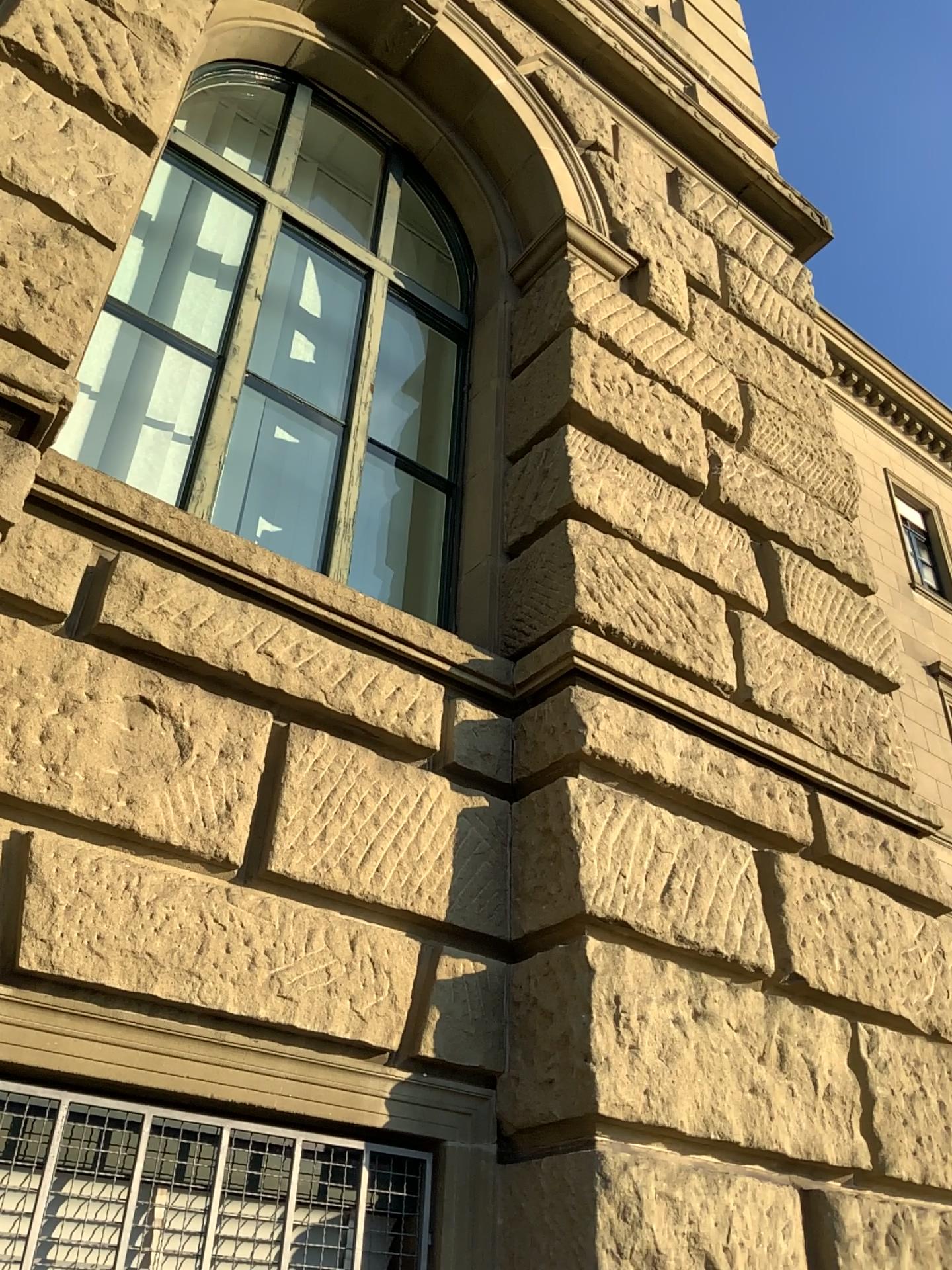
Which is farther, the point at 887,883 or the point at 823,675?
the point at 823,675

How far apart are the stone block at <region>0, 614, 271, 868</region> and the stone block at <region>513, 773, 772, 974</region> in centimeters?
84cm

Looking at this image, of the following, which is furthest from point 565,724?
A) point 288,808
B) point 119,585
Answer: point 119,585

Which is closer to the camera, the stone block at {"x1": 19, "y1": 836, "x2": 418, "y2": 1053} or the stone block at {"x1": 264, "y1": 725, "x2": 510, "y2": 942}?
the stone block at {"x1": 19, "y1": 836, "x2": 418, "y2": 1053}

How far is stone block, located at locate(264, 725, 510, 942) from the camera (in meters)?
2.84

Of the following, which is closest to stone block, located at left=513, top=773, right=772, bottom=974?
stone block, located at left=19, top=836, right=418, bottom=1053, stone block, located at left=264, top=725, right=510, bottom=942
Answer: stone block, located at left=264, top=725, right=510, bottom=942

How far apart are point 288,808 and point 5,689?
0.78m

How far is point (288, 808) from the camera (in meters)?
2.84

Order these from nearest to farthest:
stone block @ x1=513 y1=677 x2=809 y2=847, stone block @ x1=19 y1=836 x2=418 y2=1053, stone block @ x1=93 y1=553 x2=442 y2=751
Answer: stone block @ x1=19 y1=836 x2=418 y2=1053 < stone block @ x1=93 y1=553 x2=442 y2=751 < stone block @ x1=513 y1=677 x2=809 y2=847

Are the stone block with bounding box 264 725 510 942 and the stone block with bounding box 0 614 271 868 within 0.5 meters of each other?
yes
